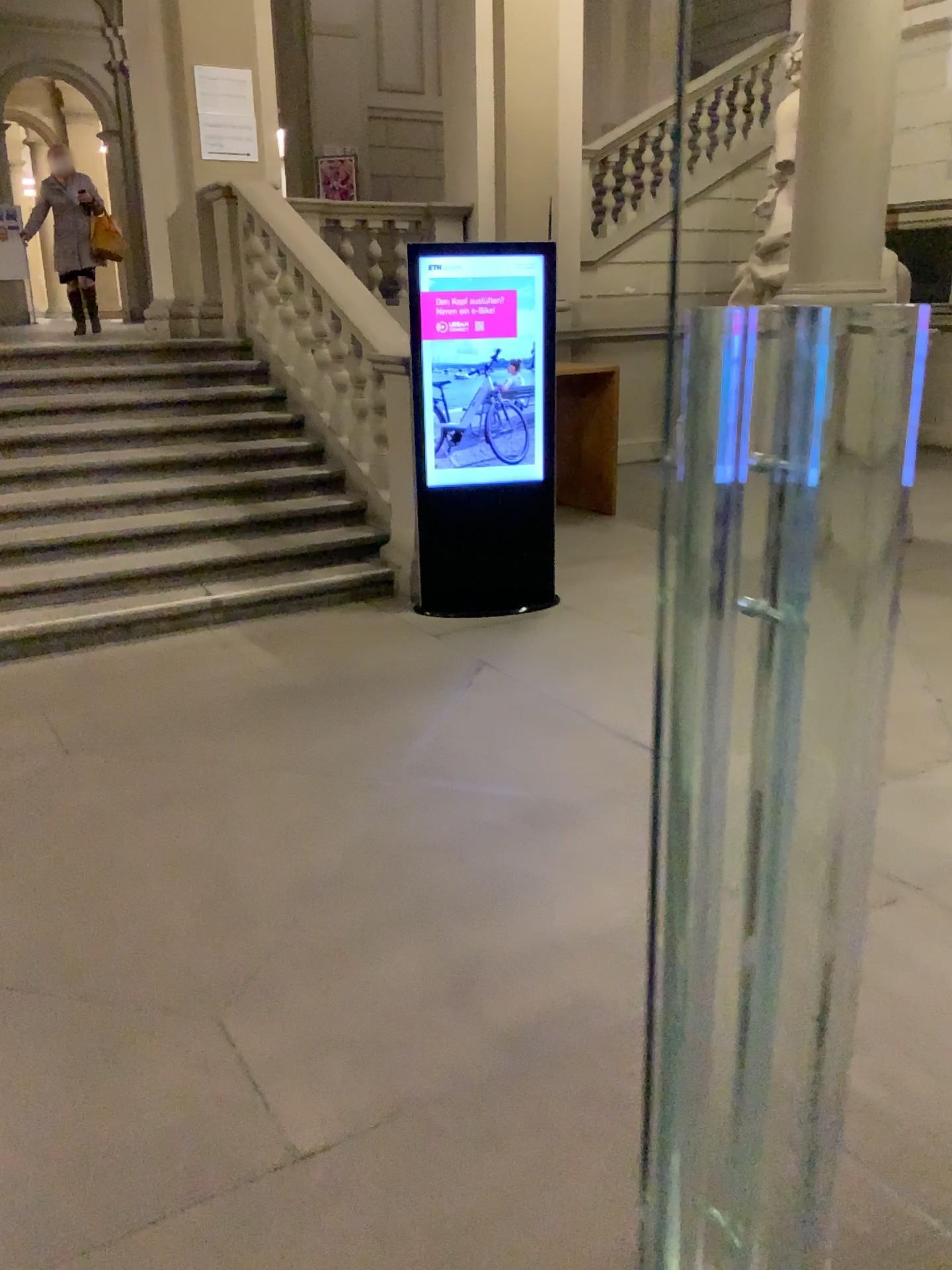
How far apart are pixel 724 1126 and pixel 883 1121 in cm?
33
